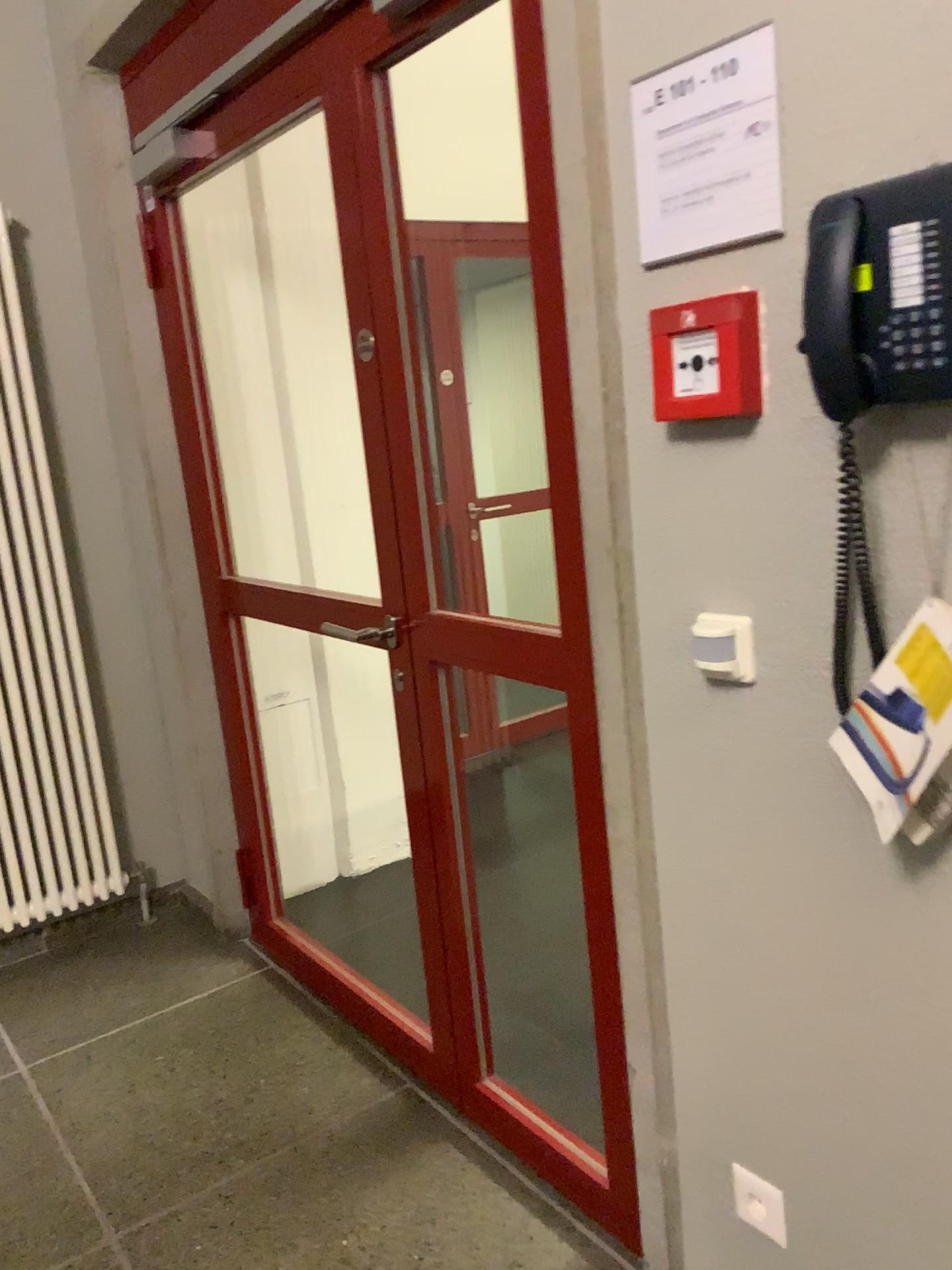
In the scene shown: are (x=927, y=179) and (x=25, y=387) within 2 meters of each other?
no

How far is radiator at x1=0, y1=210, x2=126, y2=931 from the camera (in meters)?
2.89

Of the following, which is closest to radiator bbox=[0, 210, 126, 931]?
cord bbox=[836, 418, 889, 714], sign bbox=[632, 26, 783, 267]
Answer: sign bbox=[632, 26, 783, 267]

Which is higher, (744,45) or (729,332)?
(744,45)

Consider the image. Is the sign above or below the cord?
above

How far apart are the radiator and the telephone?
2.4 meters

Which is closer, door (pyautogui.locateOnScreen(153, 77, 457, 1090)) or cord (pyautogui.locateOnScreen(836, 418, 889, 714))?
→ cord (pyautogui.locateOnScreen(836, 418, 889, 714))

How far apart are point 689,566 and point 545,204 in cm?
53

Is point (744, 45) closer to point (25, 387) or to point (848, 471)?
point (848, 471)

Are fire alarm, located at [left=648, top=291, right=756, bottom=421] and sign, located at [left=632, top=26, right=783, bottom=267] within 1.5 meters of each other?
yes
